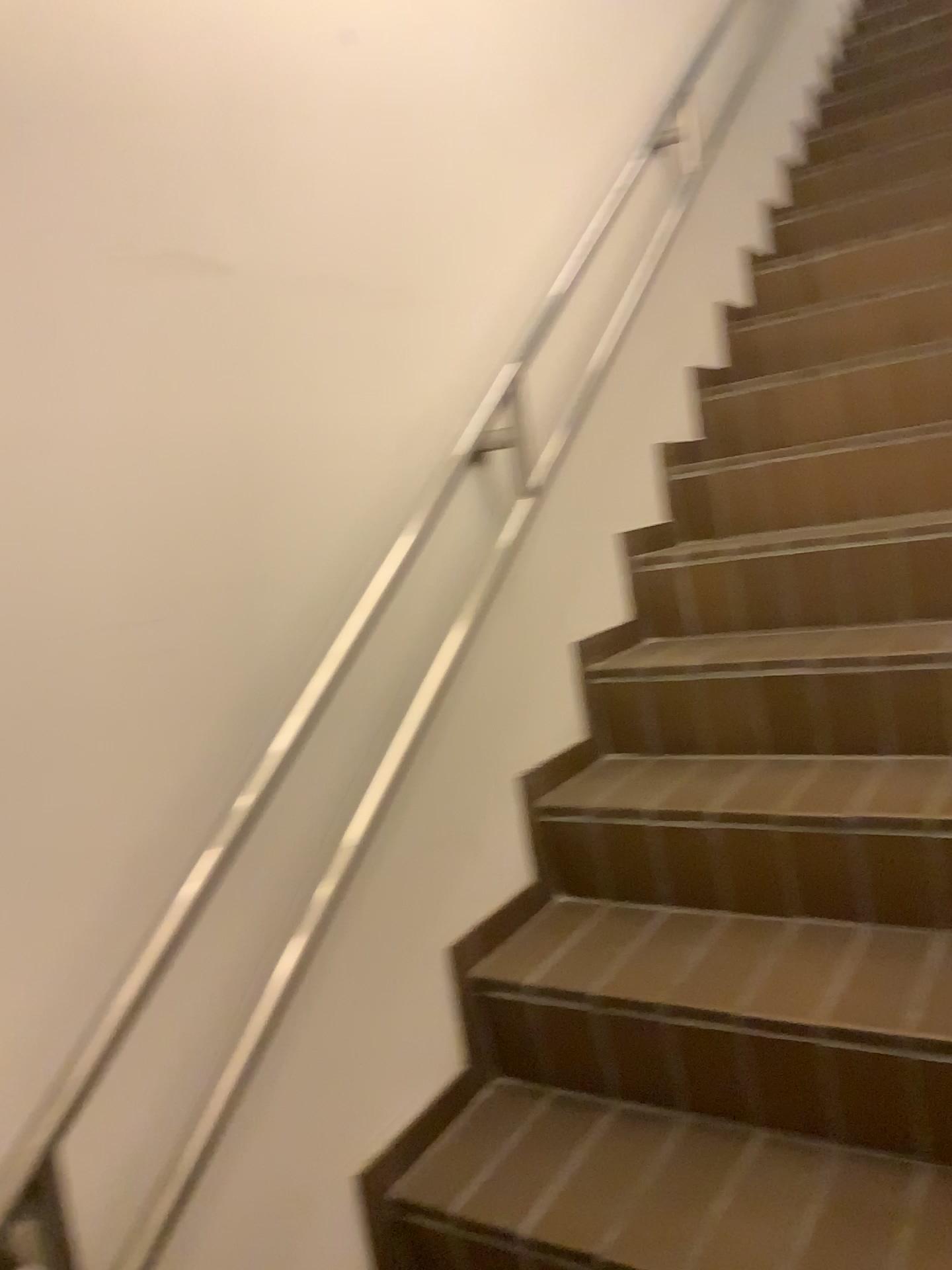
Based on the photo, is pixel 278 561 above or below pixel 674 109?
below
